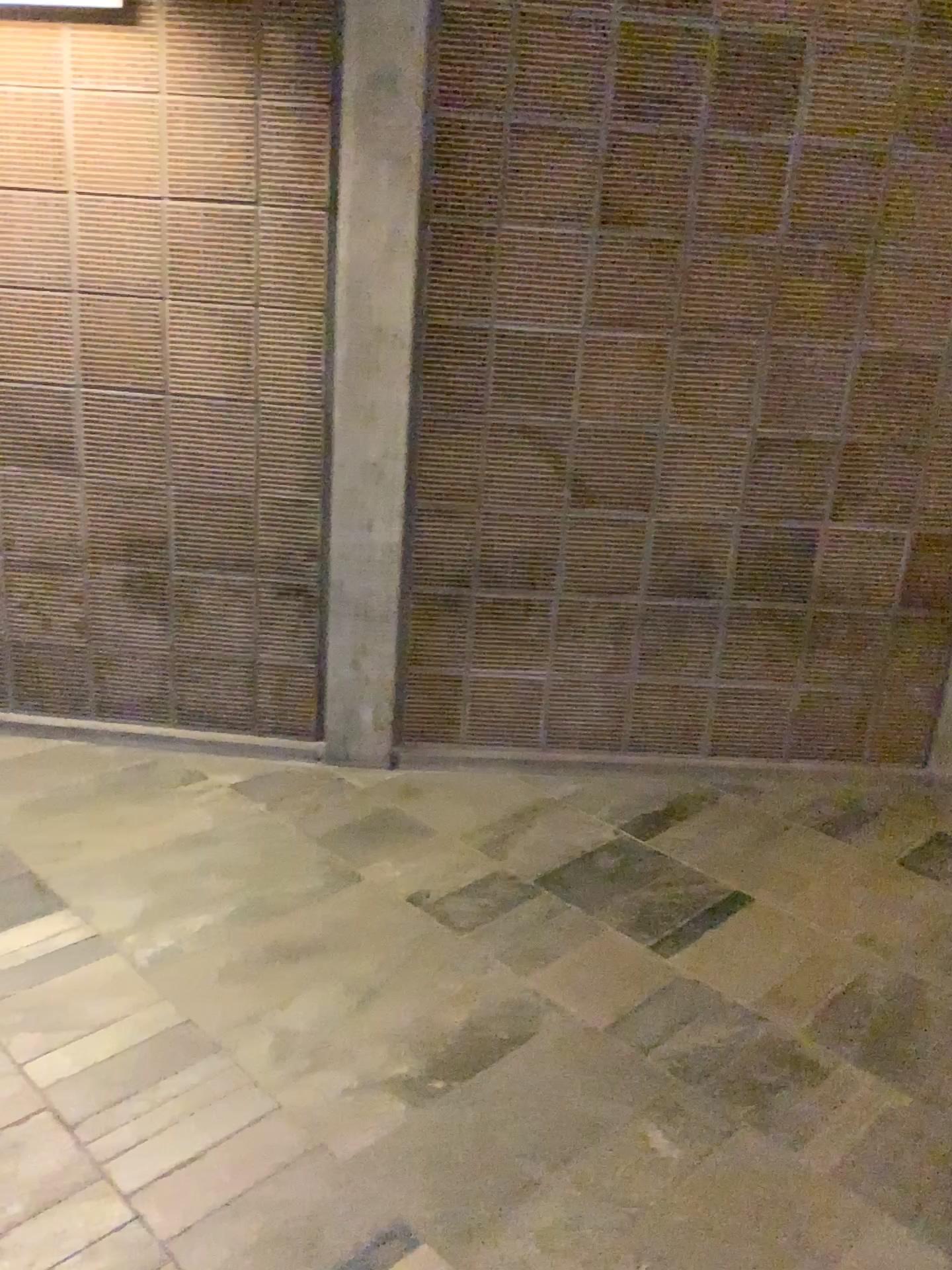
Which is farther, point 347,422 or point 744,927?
point 347,422
